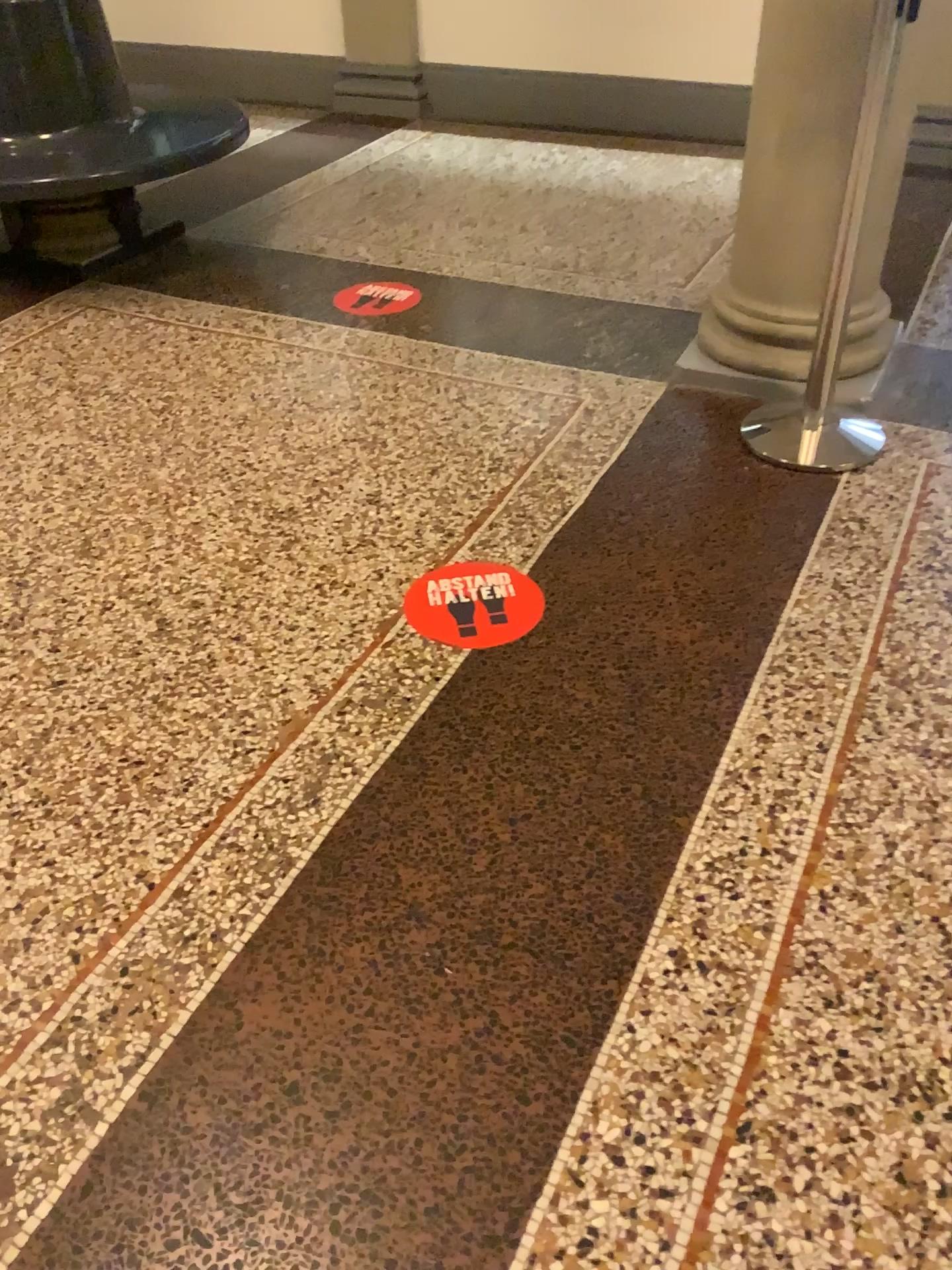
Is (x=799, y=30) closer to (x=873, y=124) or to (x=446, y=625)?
(x=873, y=124)

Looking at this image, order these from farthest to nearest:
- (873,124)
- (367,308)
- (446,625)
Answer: (367,308) < (873,124) < (446,625)

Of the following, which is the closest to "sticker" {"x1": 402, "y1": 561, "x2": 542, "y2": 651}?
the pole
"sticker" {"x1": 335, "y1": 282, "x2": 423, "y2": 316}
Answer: the pole

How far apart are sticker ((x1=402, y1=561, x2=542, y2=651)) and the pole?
0.80m

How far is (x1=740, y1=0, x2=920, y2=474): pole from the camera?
2.6m

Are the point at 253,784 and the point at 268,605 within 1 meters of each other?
yes

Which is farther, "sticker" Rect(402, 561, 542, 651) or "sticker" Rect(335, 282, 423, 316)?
"sticker" Rect(335, 282, 423, 316)

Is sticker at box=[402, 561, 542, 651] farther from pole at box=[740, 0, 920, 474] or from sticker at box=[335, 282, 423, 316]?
sticker at box=[335, 282, 423, 316]

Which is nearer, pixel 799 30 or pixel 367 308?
pixel 799 30

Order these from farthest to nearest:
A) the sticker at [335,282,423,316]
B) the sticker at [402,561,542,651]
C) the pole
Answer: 1. the sticker at [335,282,423,316]
2. the pole
3. the sticker at [402,561,542,651]
